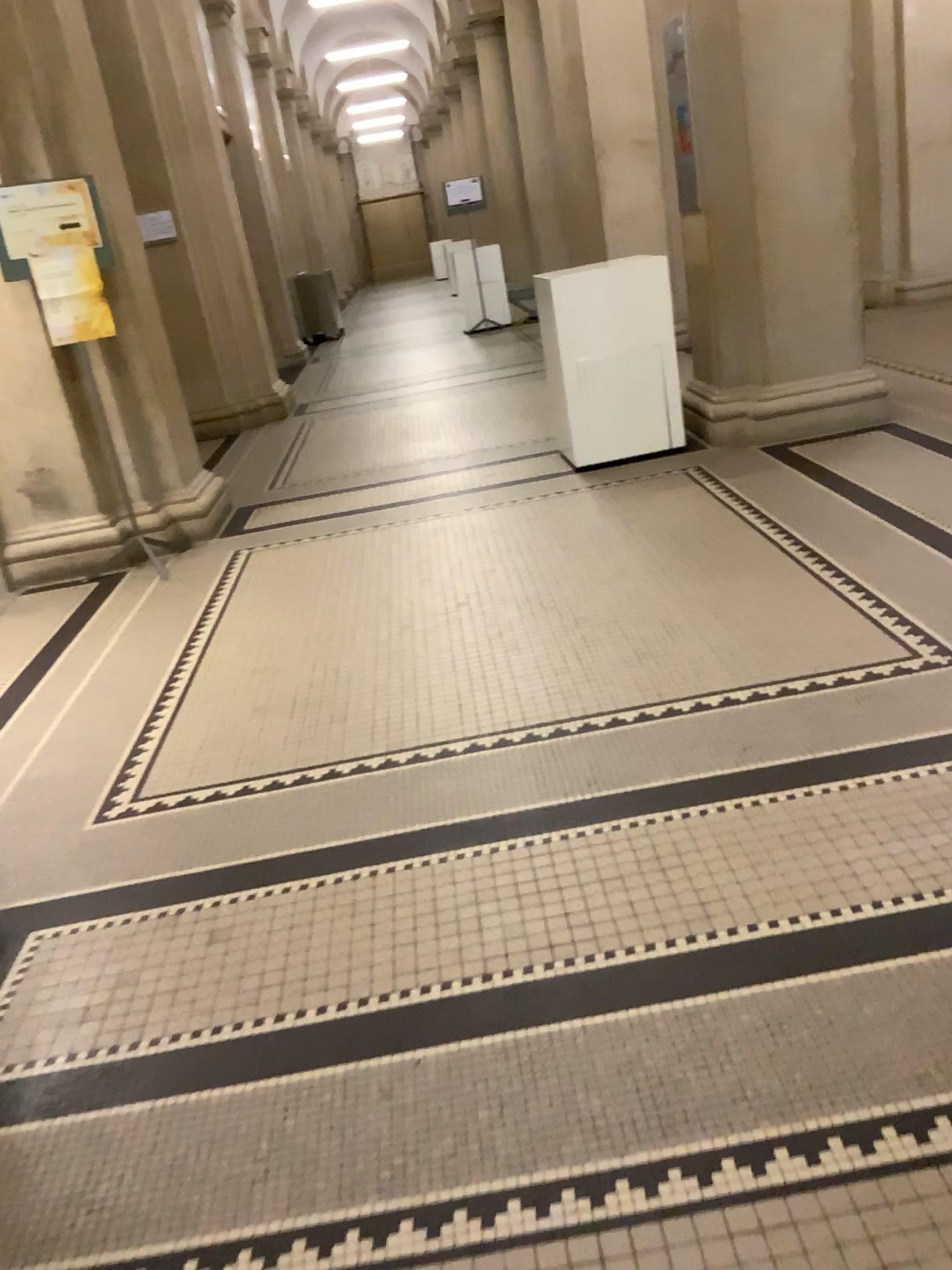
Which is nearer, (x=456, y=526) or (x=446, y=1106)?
(x=446, y=1106)
